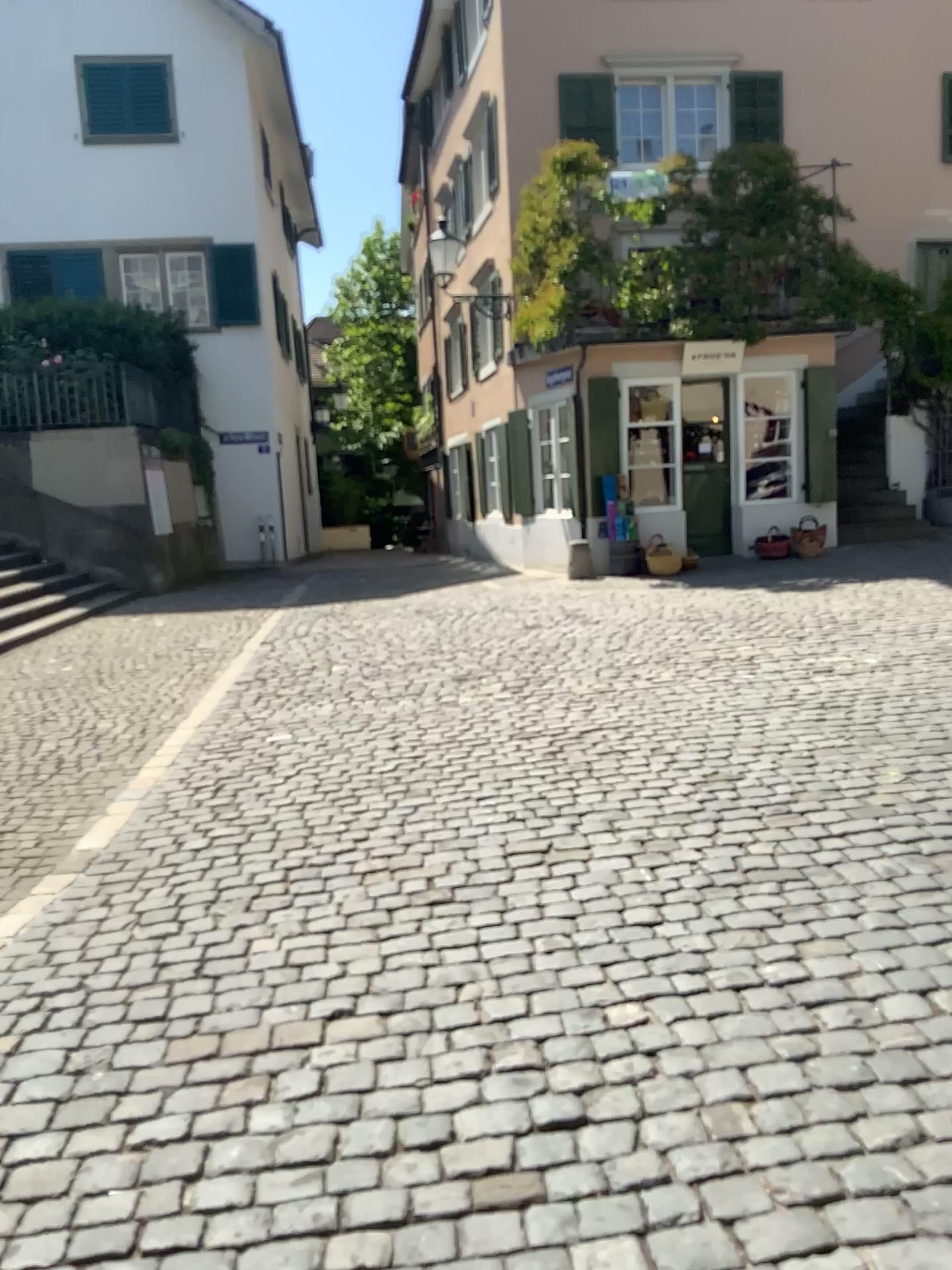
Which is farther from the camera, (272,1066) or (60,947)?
(60,947)
